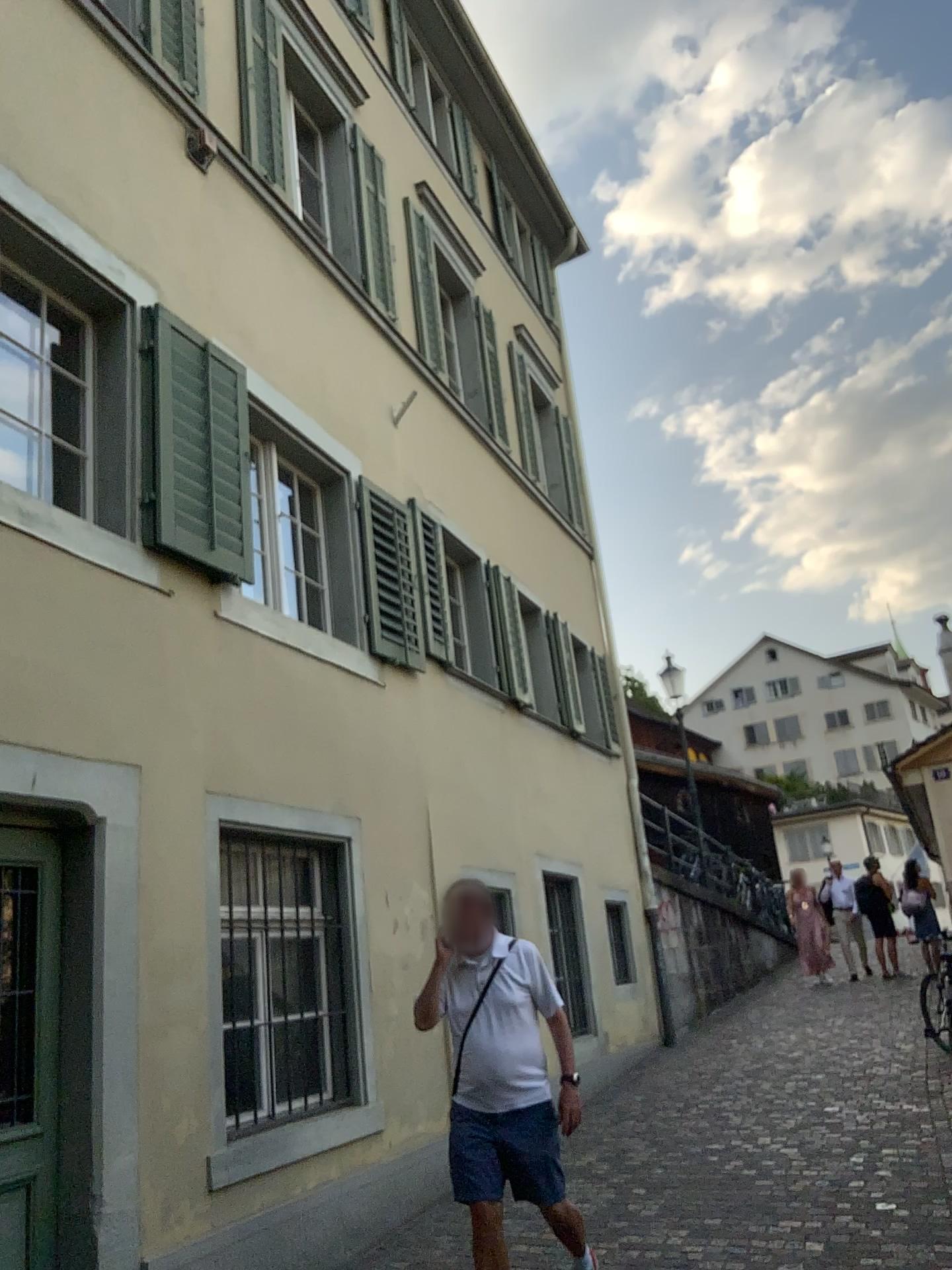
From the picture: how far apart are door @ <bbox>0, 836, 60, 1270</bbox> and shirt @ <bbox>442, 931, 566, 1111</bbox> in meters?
1.5

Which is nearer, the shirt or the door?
the door

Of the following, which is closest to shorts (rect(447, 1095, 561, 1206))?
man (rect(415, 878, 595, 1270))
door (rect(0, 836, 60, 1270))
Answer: man (rect(415, 878, 595, 1270))

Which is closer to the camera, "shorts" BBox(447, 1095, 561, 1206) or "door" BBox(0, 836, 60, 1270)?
"door" BBox(0, 836, 60, 1270)

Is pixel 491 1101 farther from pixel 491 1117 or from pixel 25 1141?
pixel 25 1141

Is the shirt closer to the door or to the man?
the man

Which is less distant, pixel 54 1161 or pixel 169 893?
pixel 54 1161

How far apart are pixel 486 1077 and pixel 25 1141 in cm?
165

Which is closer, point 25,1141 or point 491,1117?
point 25,1141

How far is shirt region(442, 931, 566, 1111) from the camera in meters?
4.1 m
